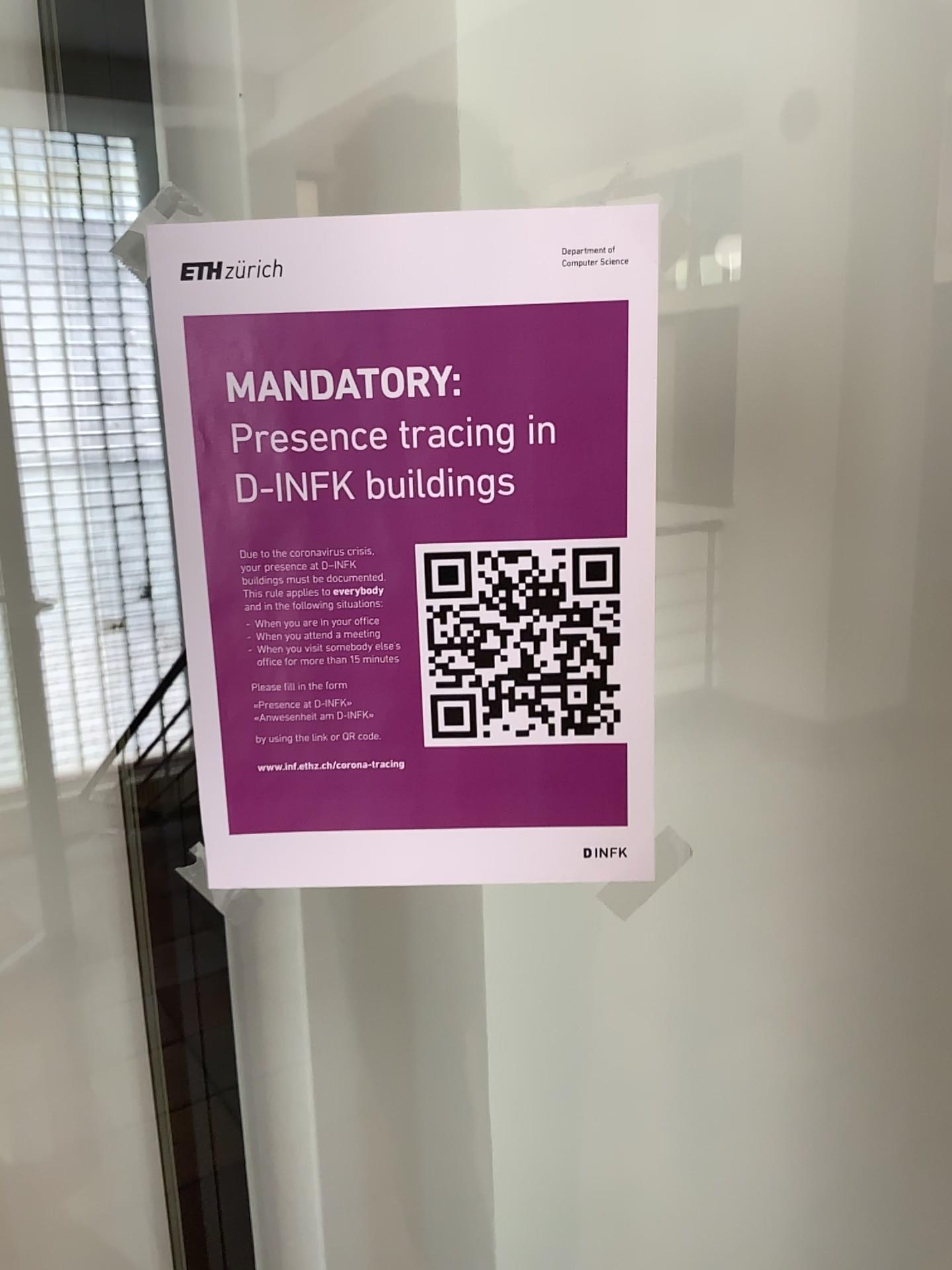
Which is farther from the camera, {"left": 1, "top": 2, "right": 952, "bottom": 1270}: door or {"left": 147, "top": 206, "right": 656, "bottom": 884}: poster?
{"left": 1, "top": 2, "right": 952, "bottom": 1270}: door

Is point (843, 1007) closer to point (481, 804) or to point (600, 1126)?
point (600, 1126)

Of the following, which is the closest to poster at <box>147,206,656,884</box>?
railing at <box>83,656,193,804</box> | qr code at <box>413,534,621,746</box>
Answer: qr code at <box>413,534,621,746</box>

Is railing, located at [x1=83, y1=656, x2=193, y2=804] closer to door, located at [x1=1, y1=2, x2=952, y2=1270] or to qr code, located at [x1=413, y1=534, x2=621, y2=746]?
door, located at [x1=1, y1=2, x2=952, y2=1270]

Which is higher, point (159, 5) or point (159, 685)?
point (159, 5)

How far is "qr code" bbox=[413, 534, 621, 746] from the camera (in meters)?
0.47

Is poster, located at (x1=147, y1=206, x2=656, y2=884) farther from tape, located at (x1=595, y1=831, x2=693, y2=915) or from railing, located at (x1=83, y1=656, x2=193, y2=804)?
railing, located at (x1=83, y1=656, x2=193, y2=804)

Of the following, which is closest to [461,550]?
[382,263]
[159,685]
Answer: [382,263]

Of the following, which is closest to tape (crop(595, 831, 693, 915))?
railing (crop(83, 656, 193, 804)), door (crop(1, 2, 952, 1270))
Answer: door (crop(1, 2, 952, 1270))

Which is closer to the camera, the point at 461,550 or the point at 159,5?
the point at 461,550
